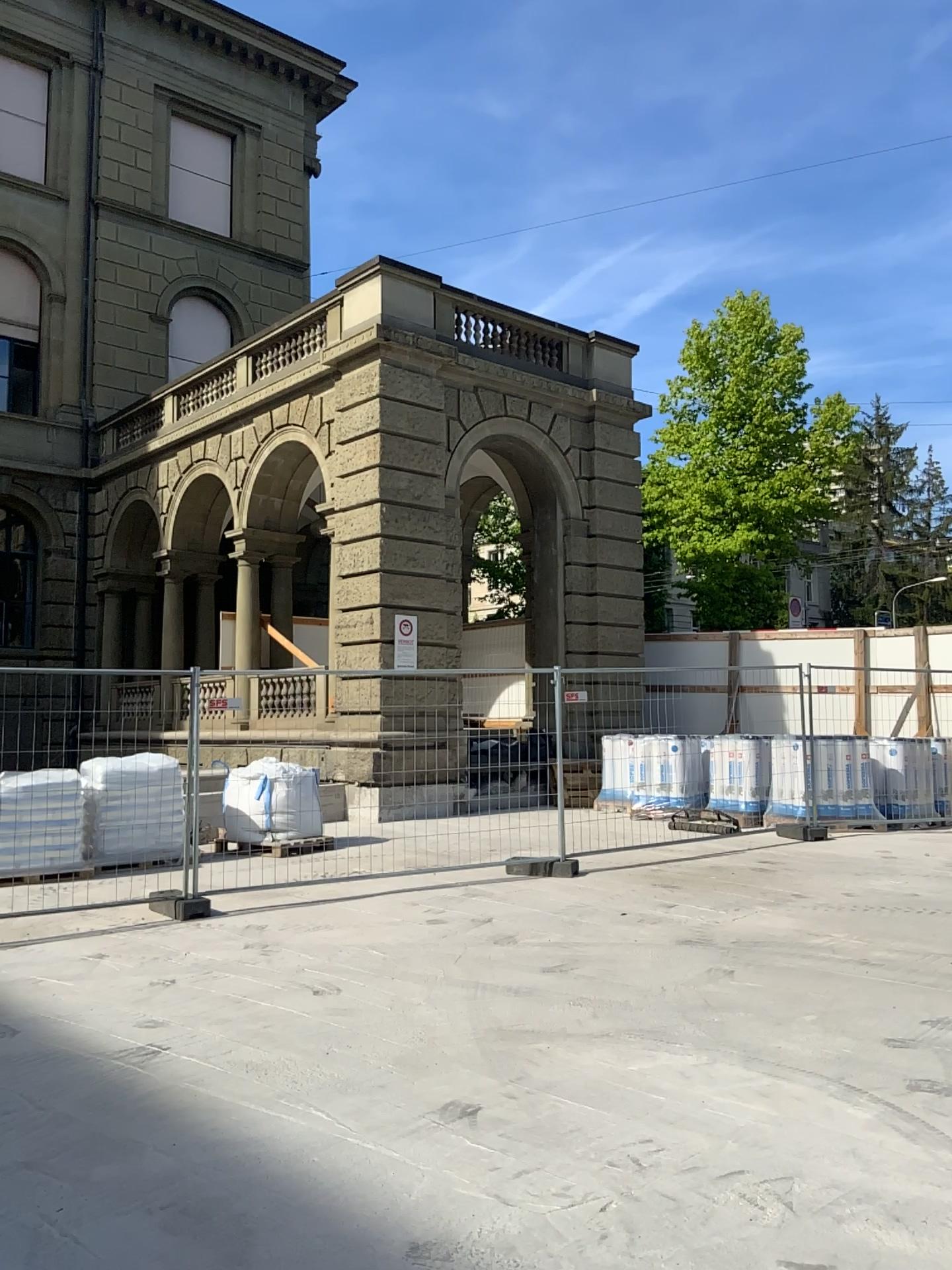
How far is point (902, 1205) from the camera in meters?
3.4
